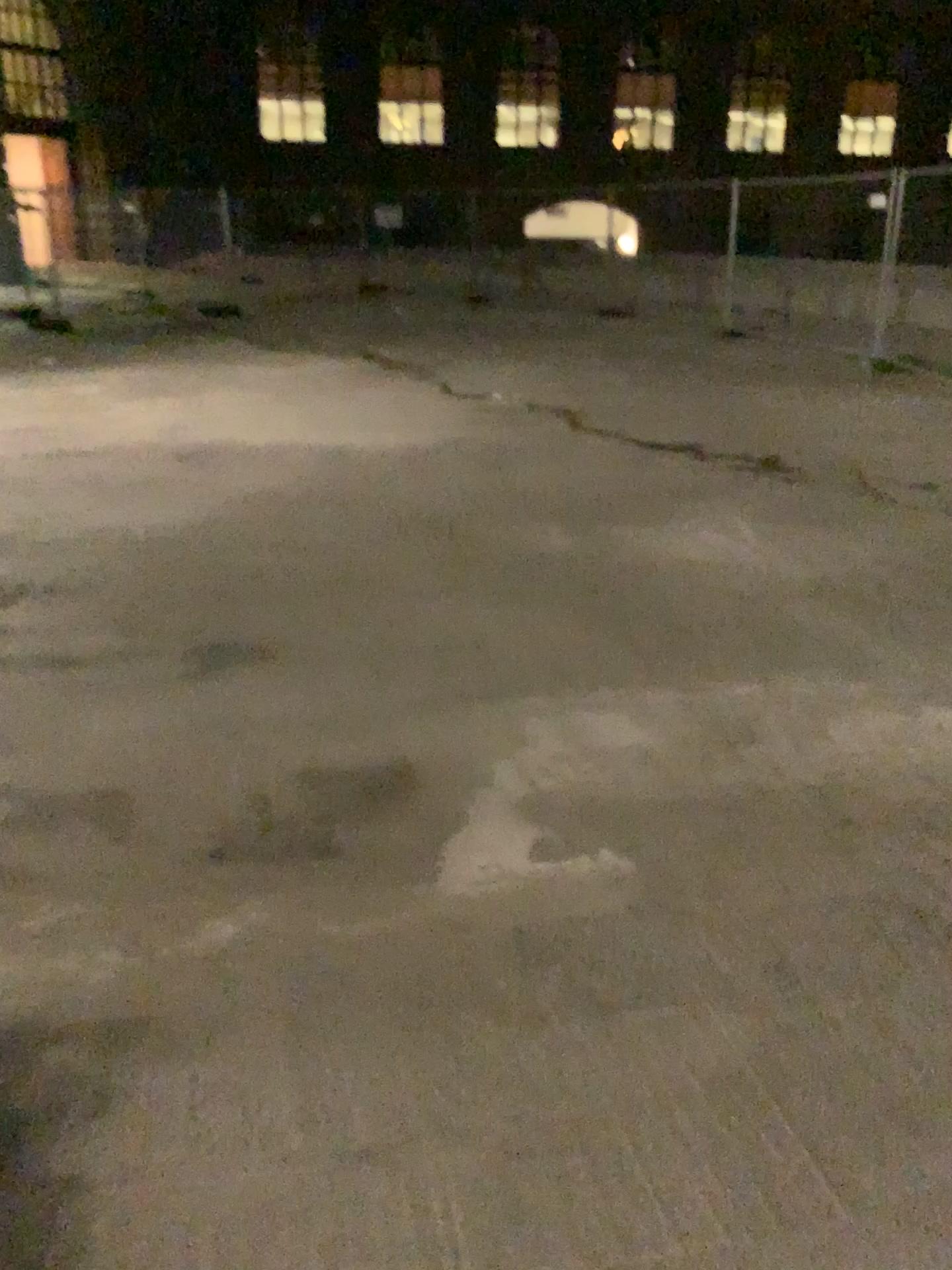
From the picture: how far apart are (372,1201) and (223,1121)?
0.29m
